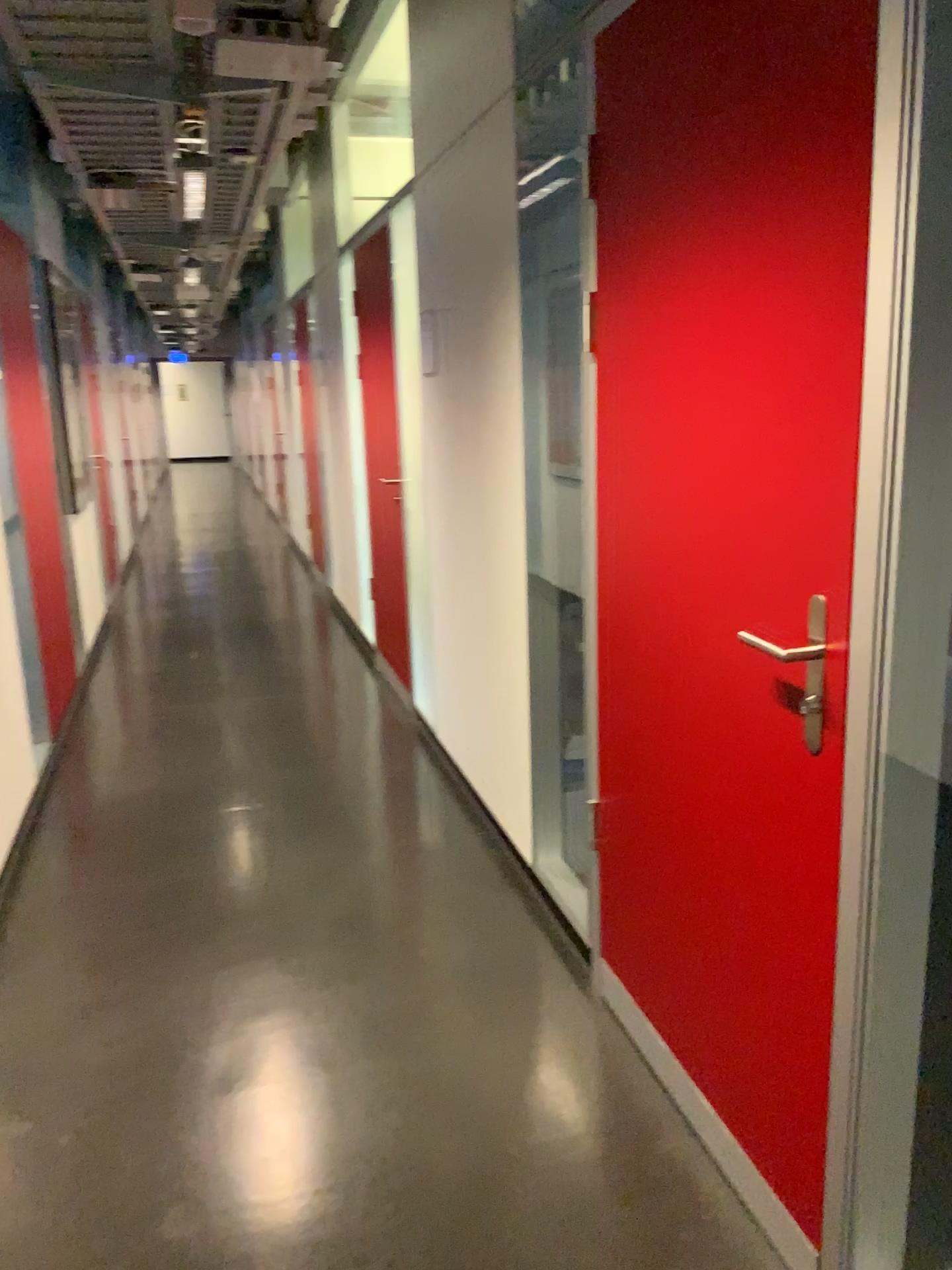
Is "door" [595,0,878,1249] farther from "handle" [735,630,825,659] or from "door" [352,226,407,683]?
"door" [352,226,407,683]

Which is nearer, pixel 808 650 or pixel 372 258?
pixel 808 650

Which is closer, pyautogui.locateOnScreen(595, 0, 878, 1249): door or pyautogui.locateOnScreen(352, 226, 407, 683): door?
pyautogui.locateOnScreen(595, 0, 878, 1249): door

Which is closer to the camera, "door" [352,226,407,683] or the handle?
the handle

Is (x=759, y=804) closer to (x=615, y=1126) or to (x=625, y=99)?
(x=615, y=1126)

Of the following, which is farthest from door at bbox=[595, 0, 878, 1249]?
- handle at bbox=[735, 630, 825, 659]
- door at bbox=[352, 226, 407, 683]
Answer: door at bbox=[352, 226, 407, 683]

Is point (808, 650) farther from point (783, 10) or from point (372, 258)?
point (372, 258)

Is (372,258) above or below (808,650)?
above
